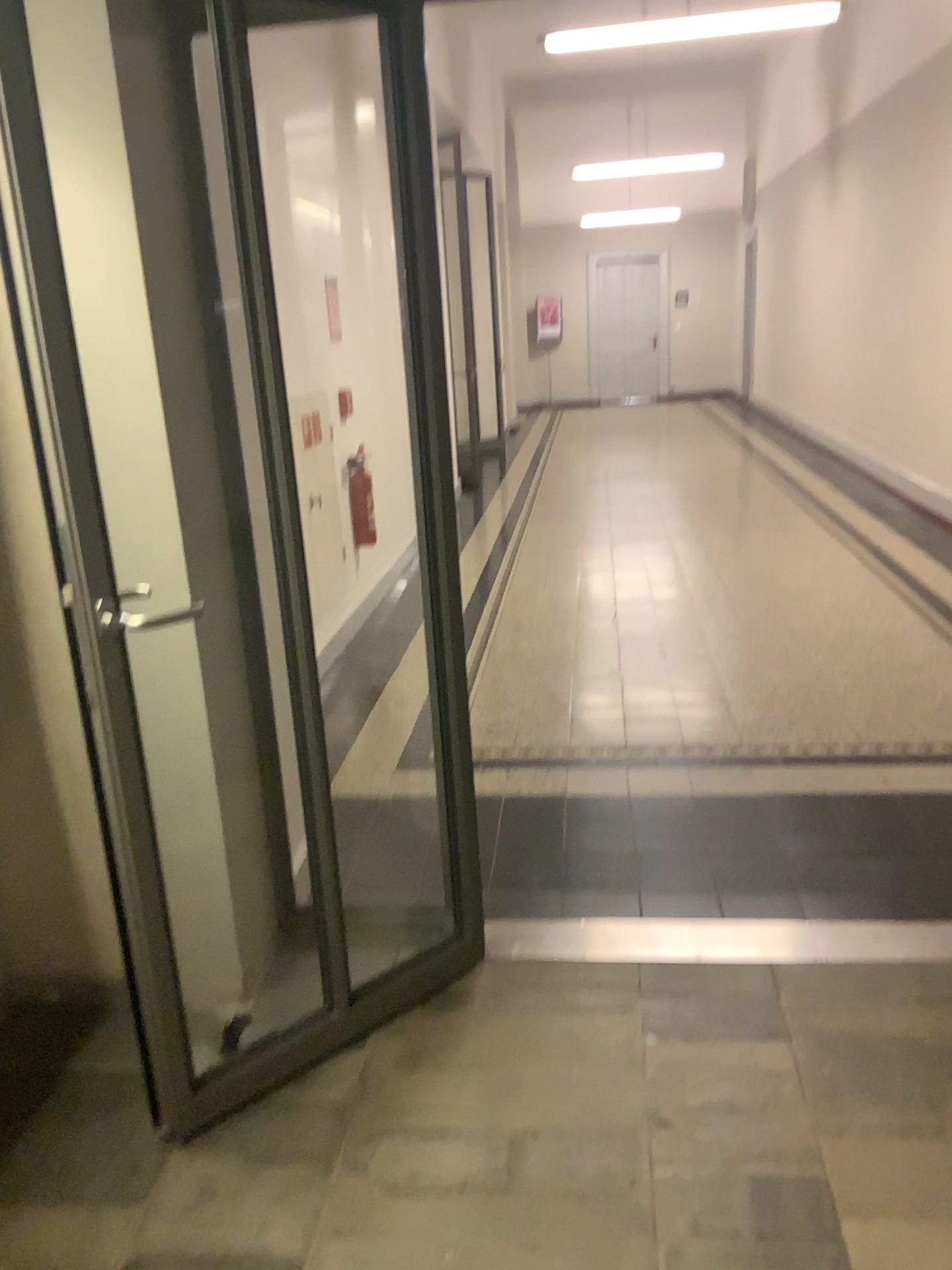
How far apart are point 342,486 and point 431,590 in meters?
0.4 m
